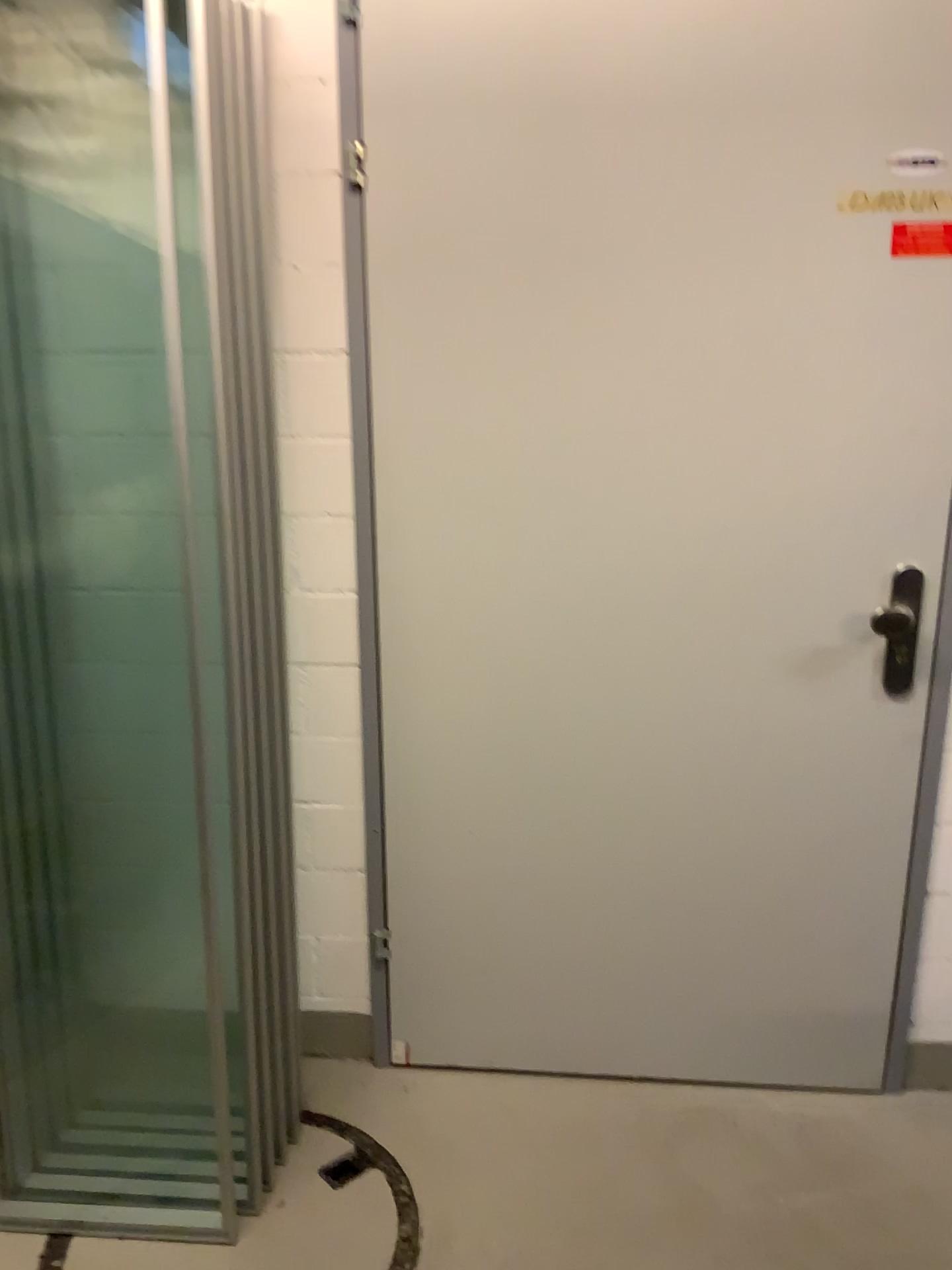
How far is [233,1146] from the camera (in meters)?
1.88

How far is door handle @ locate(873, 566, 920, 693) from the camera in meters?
1.9

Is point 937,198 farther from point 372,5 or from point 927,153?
point 372,5

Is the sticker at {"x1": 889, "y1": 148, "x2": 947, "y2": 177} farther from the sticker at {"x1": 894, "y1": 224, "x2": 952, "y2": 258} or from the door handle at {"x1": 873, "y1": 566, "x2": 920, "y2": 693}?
the door handle at {"x1": 873, "y1": 566, "x2": 920, "y2": 693}

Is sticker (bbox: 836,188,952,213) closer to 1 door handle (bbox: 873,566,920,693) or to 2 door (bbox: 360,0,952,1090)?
2 door (bbox: 360,0,952,1090)

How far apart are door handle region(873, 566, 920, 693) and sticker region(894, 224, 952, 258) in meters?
0.5

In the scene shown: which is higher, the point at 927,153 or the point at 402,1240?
the point at 927,153

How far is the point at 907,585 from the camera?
1.9 meters

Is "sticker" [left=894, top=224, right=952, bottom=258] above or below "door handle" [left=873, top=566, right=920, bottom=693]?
above

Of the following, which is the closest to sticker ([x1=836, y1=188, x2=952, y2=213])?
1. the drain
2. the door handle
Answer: the door handle
